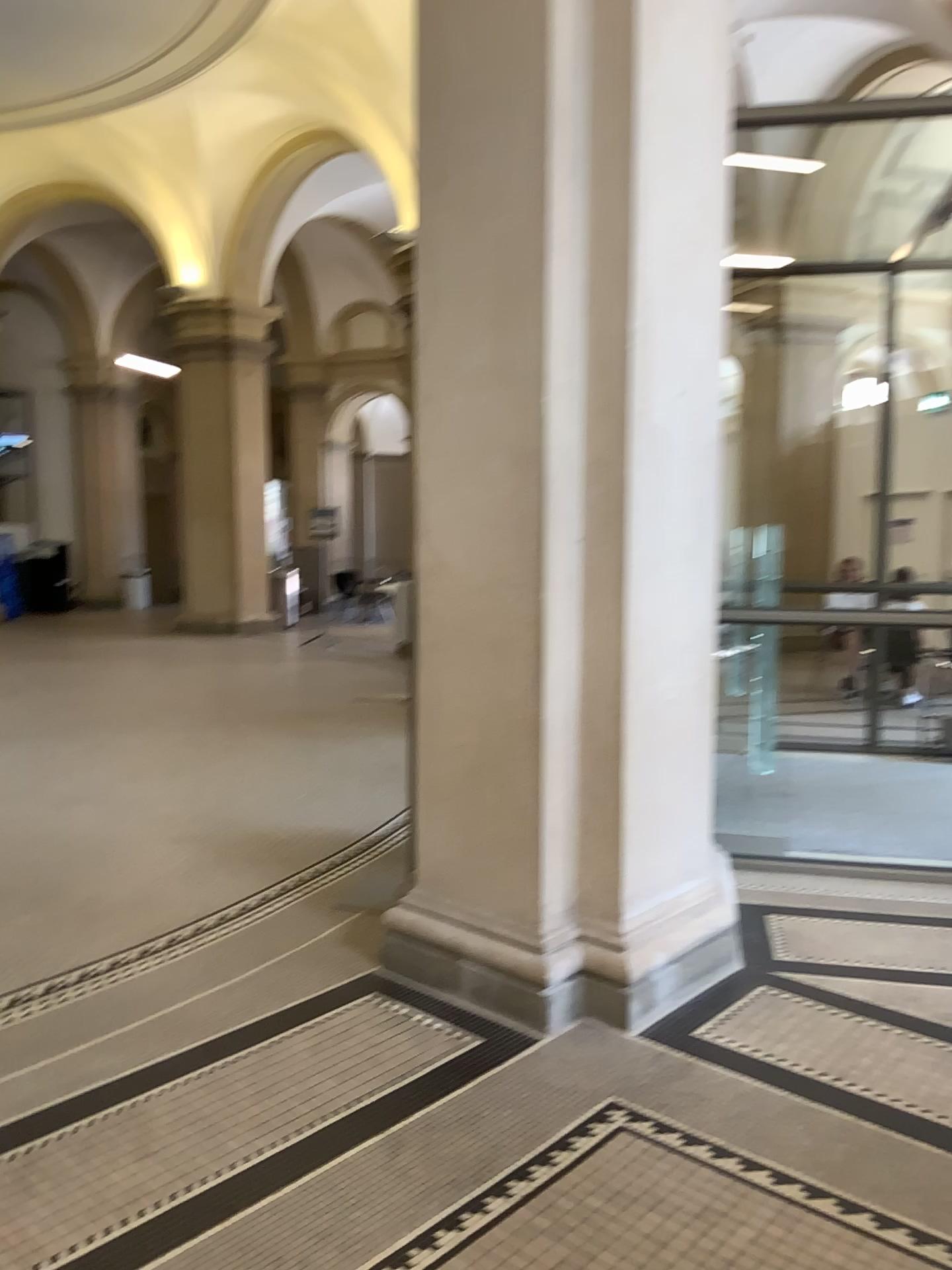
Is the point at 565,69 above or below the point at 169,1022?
above

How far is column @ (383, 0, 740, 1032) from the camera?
3.15m

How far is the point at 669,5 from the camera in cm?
315
